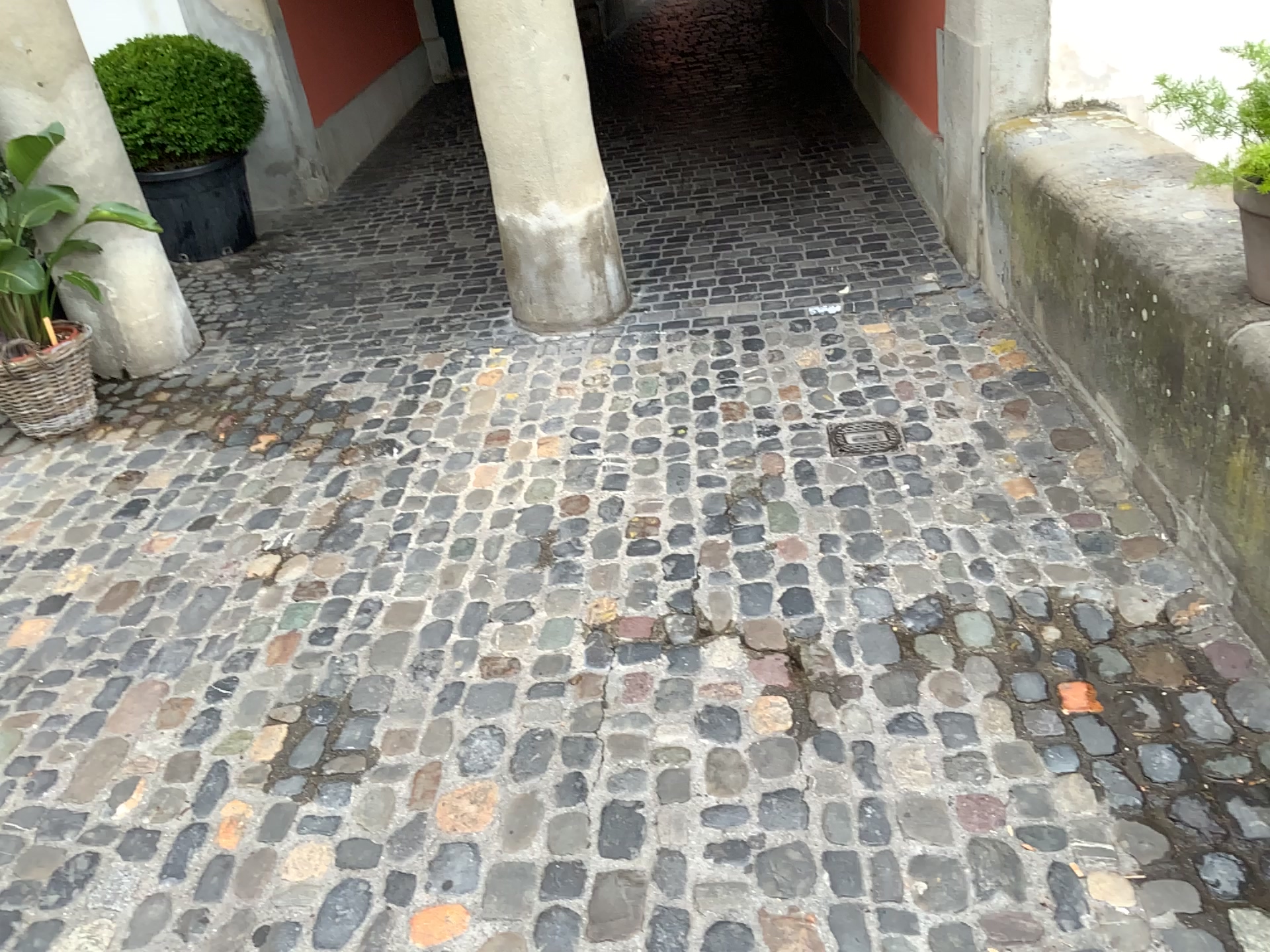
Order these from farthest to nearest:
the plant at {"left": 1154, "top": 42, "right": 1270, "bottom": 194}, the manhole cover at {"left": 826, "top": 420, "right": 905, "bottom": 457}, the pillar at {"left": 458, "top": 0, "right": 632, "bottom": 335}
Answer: the pillar at {"left": 458, "top": 0, "right": 632, "bottom": 335}, the manhole cover at {"left": 826, "top": 420, "right": 905, "bottom": 457}, the plant at {"left": 1154, "top": 42, "right": 1270, "bottom": 194}

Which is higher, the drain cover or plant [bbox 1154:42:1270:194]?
plant [bbox 1154:42:1270:194]

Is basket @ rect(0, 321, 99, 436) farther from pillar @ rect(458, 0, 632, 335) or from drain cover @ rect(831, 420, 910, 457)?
drain cover @ rect(831, 420, 910, 457)

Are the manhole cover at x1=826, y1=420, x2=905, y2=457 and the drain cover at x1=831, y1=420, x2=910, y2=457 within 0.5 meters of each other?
yes

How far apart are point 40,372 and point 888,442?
2.78m

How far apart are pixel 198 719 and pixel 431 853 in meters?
0.7 m

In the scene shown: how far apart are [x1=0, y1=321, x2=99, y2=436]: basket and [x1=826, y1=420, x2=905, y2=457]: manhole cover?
2.5m

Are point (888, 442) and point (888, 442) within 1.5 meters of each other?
yes

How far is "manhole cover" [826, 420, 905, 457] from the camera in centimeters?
293cm

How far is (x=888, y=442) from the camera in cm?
293
